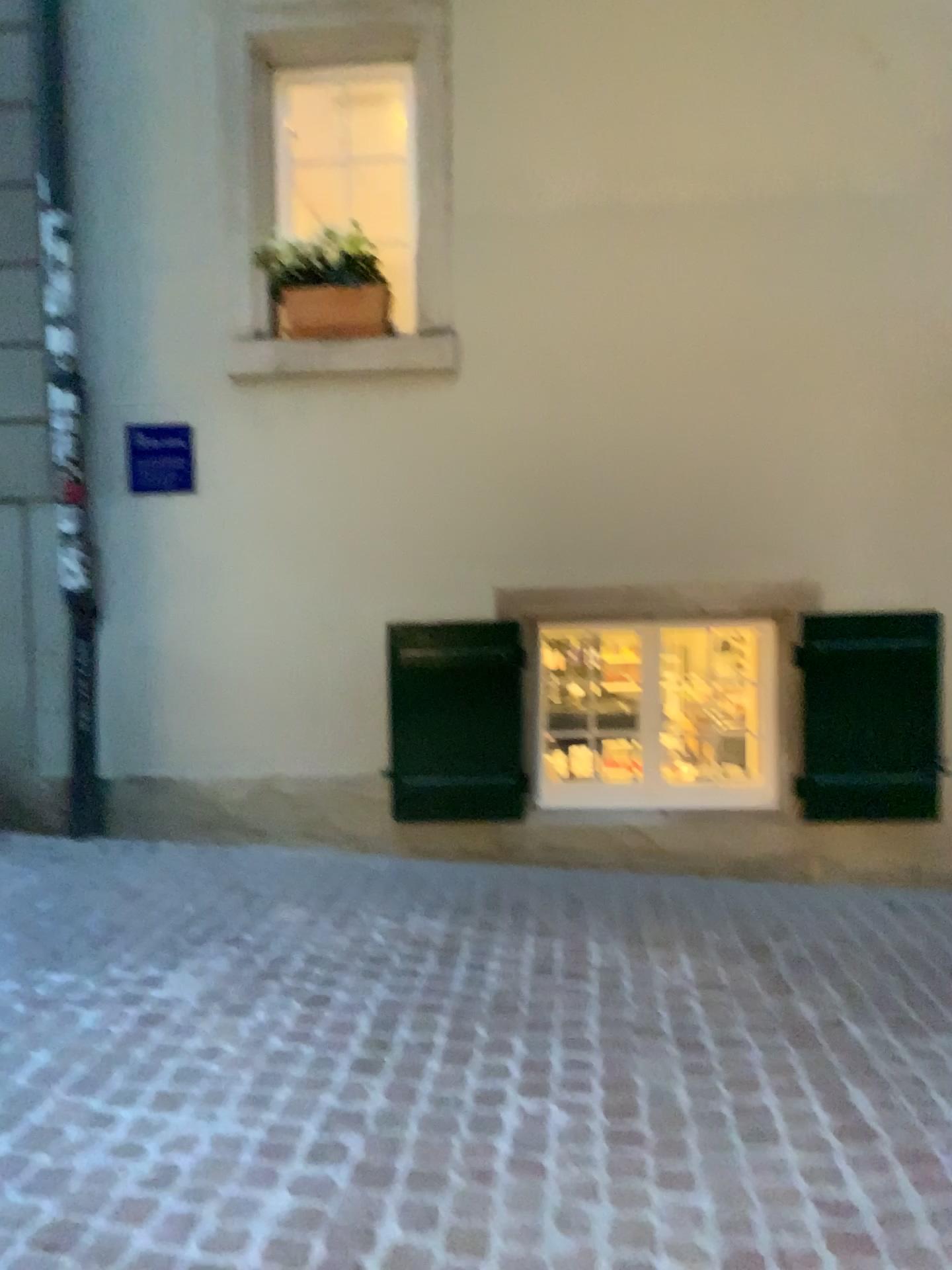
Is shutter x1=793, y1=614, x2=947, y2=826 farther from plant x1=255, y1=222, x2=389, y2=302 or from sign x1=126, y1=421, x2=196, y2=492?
sign x1=126, y1=421, x2=196, y2=492

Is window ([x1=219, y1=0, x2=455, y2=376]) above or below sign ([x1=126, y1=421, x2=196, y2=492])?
above

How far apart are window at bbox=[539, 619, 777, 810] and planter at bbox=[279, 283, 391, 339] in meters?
1.4 m

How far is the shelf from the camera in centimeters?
424cm

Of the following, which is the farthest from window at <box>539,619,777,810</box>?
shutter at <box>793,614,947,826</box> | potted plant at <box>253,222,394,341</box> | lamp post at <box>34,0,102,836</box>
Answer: lamp post at <box>34,0,102,836</box>

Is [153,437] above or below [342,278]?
below

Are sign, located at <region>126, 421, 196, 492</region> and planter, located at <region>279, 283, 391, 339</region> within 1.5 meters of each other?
yes

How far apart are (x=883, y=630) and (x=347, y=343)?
2.4m

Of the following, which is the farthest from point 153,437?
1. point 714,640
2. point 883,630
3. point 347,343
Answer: point 883,630

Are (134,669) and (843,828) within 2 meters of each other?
no
